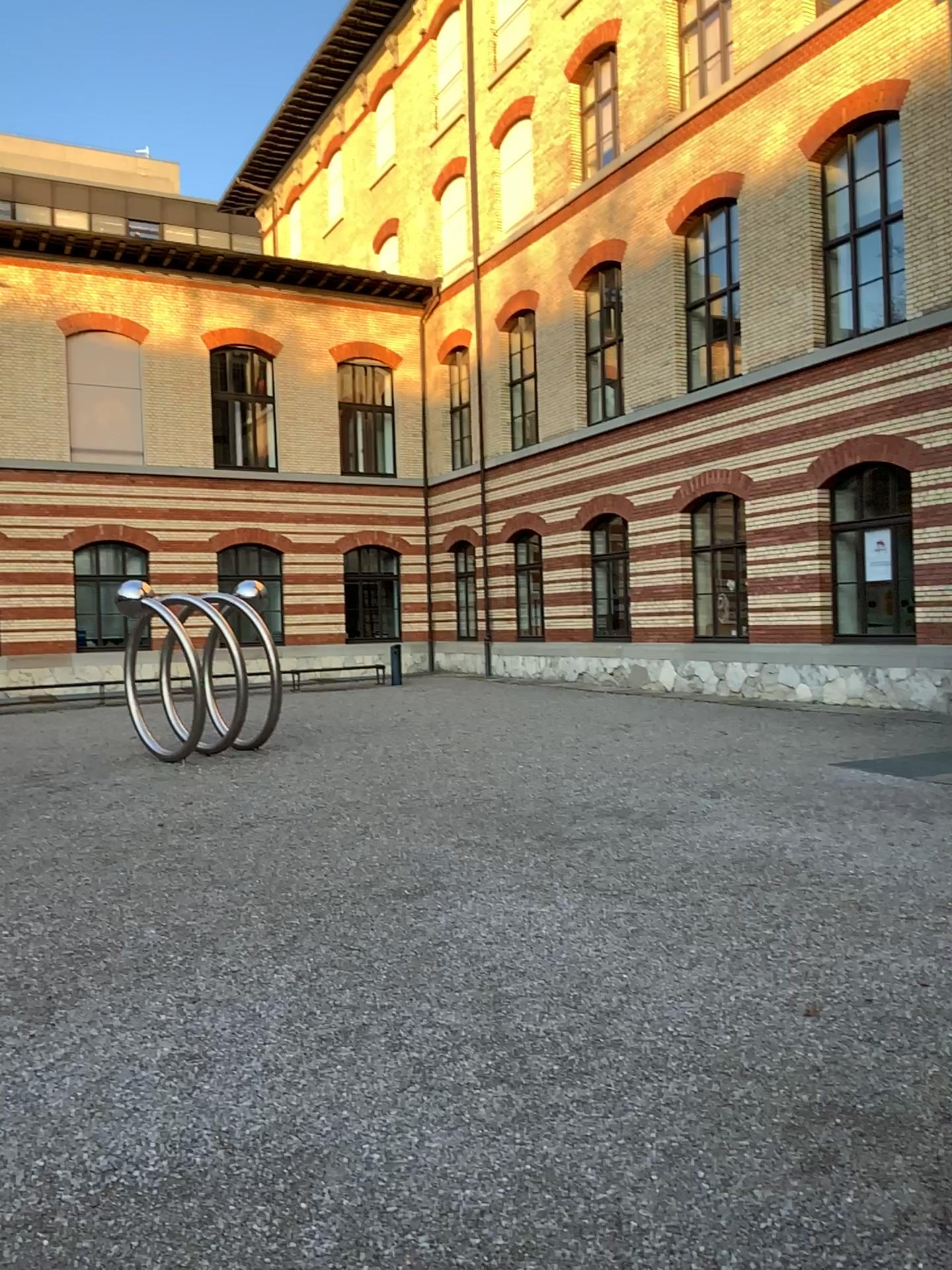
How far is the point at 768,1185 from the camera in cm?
289
